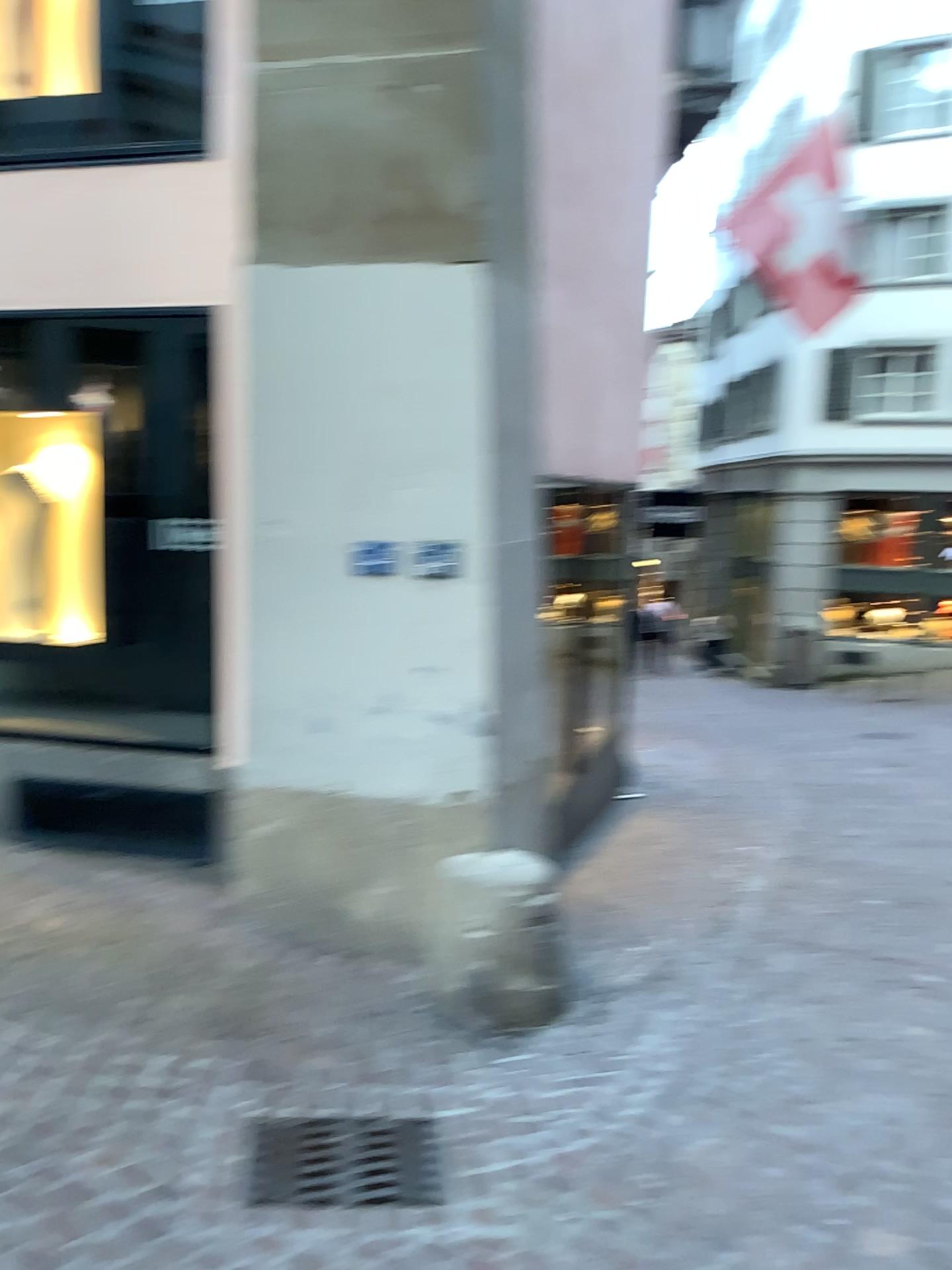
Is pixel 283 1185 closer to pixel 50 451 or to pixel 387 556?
pixel 387 556

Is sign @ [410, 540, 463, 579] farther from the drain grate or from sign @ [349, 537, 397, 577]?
the drain grate

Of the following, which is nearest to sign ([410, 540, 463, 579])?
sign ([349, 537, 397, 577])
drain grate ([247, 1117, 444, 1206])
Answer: sign ([349, 537, 397, 577])

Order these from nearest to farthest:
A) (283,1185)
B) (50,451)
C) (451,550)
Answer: (283,1185)
(451,550)
(50,451)

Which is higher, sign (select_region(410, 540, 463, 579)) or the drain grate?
sign (select_region(410, 540, 463, 579))

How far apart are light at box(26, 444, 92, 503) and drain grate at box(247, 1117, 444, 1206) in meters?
2.9

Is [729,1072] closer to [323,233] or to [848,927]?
[848,927]

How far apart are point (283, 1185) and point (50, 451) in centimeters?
321cm

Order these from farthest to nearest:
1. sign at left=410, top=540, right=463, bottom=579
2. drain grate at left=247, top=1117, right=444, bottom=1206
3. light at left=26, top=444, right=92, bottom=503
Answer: light at left=26, top=444, right=92, bottom=503 → sign at left=410, top=540, right=463, bottom=579 → drain grate at left=247, top=1117, right=444, bottom=1206

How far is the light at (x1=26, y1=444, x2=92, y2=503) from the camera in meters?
4.5 m
